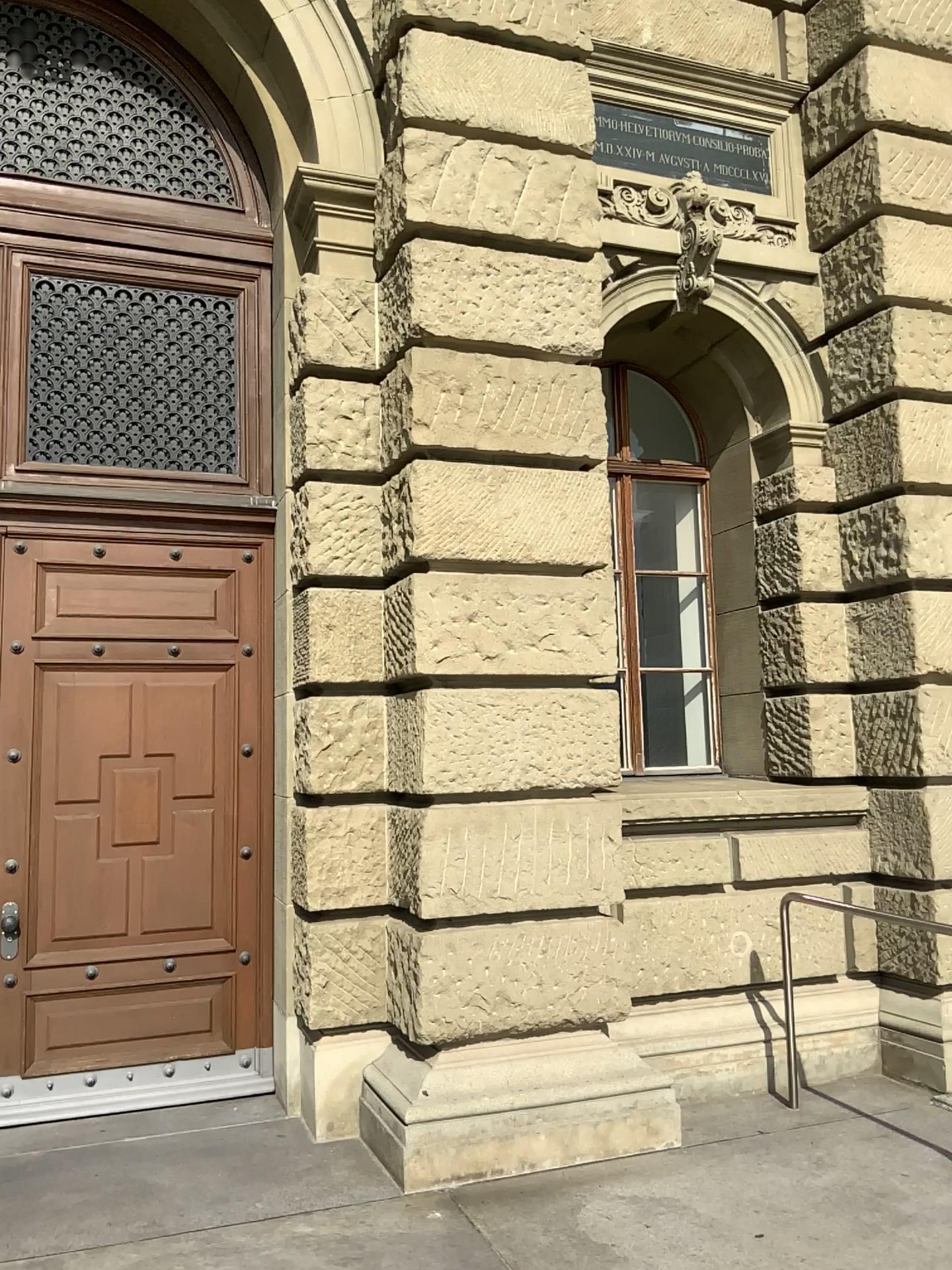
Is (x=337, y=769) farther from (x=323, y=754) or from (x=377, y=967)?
(x=377, y=967)
